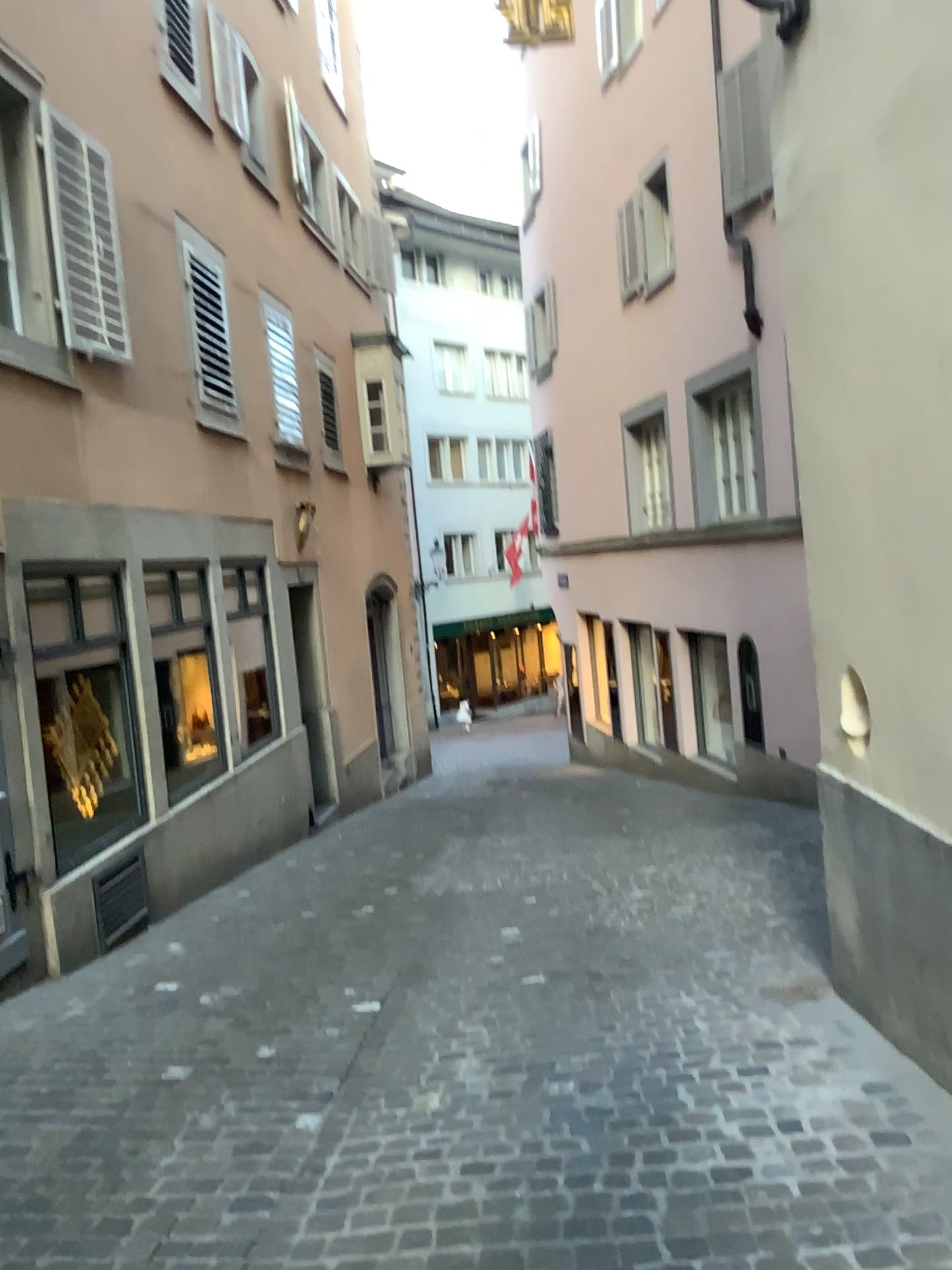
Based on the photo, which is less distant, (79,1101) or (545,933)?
(79,1101)
